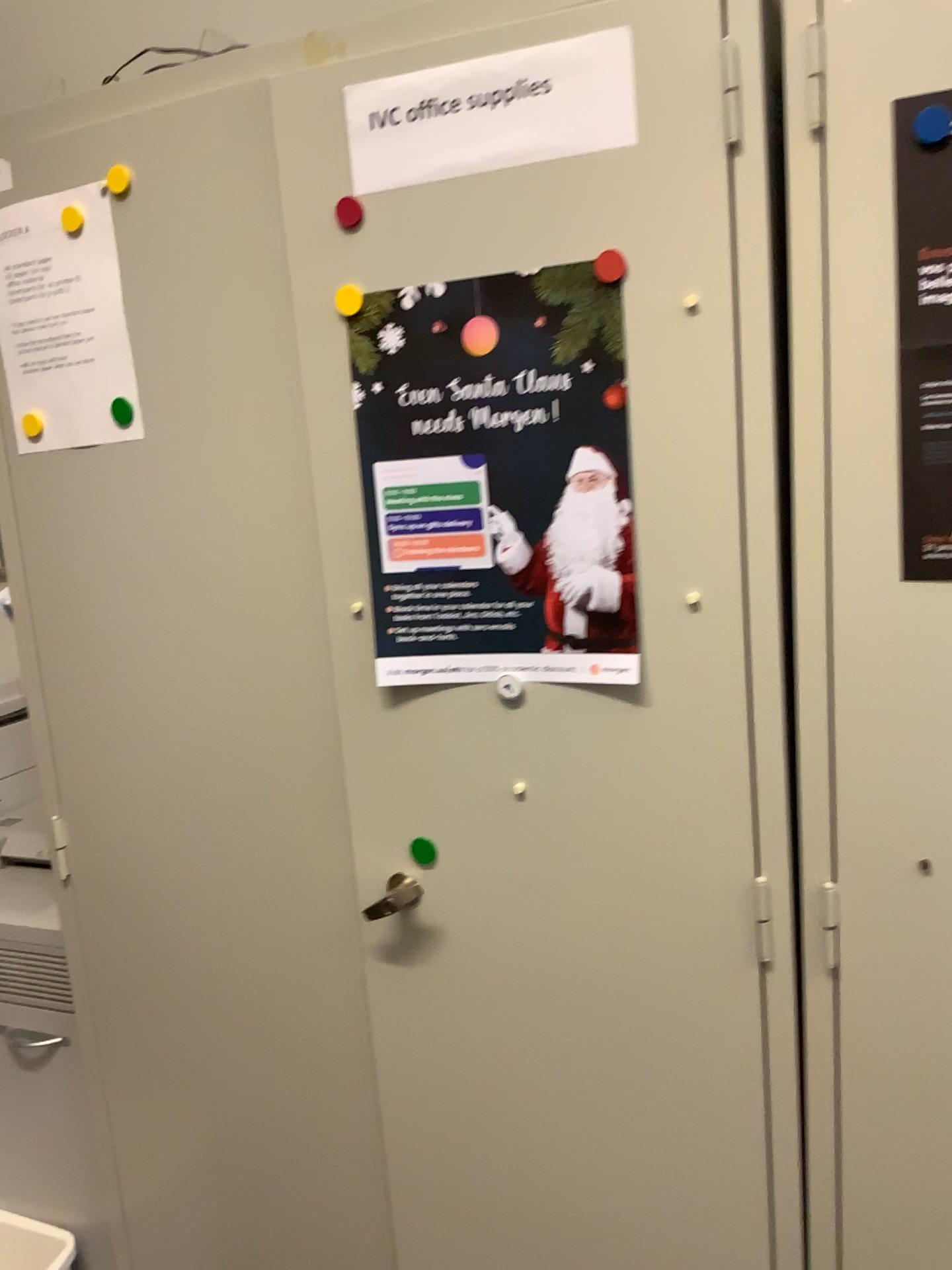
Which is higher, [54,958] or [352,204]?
[352,204]

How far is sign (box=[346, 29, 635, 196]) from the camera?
1.0 meters

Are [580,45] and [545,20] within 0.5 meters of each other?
yes

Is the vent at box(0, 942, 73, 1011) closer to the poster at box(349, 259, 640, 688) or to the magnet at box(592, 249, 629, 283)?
the poster at box(349, 259, 640, 688)

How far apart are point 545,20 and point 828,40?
0.3 meters

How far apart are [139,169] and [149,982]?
1.04m

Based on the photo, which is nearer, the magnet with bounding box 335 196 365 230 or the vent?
the magnet with bounding box 335 196 365 230

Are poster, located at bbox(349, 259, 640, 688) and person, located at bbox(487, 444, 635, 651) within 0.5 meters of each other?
yes

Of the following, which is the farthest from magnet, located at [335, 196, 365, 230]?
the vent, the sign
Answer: the vent

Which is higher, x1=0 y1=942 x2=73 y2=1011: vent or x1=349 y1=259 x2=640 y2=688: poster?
x1=349 y1=259 x2=640 y2=688: poster
